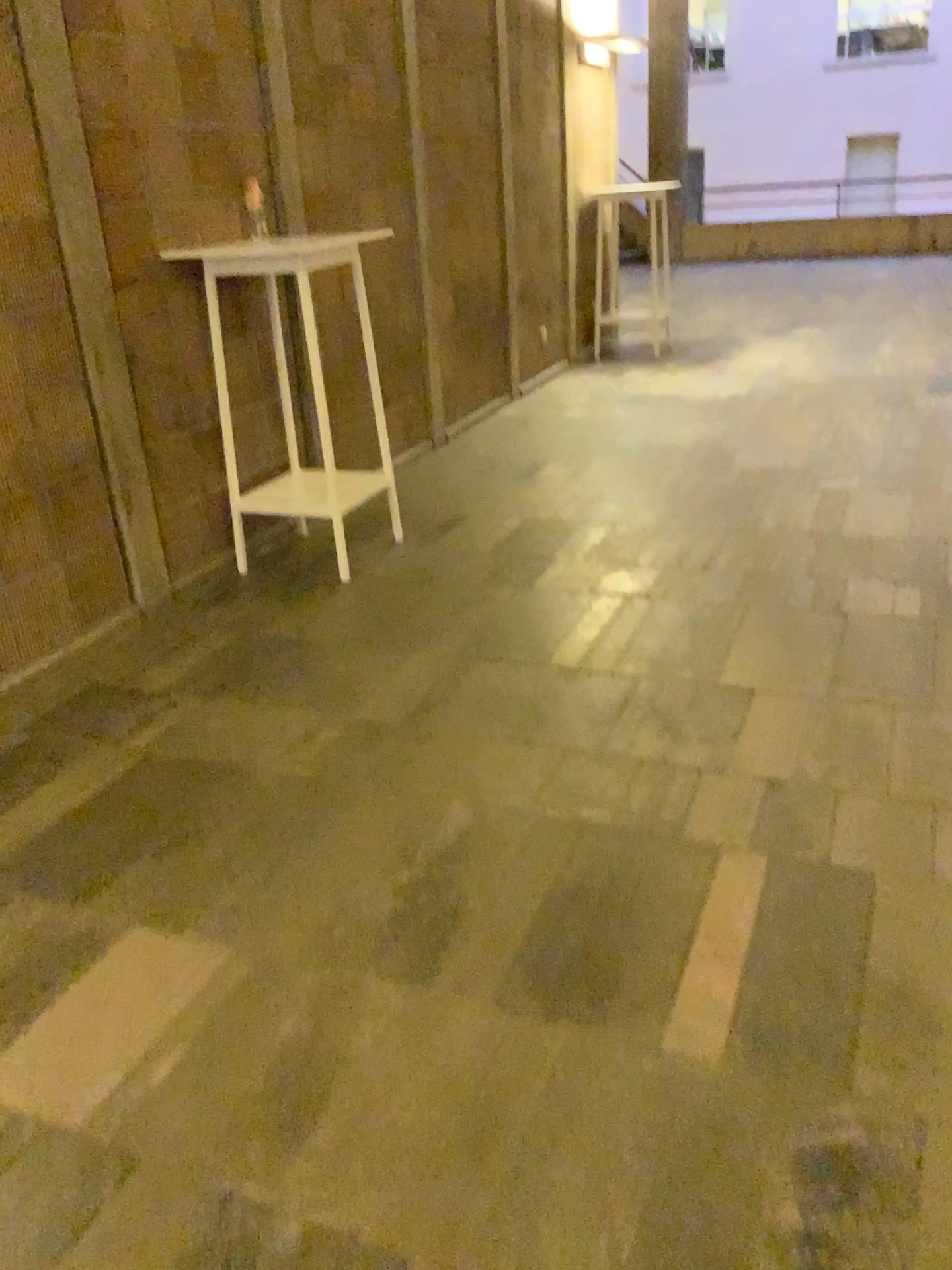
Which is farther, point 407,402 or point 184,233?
point 407,402
